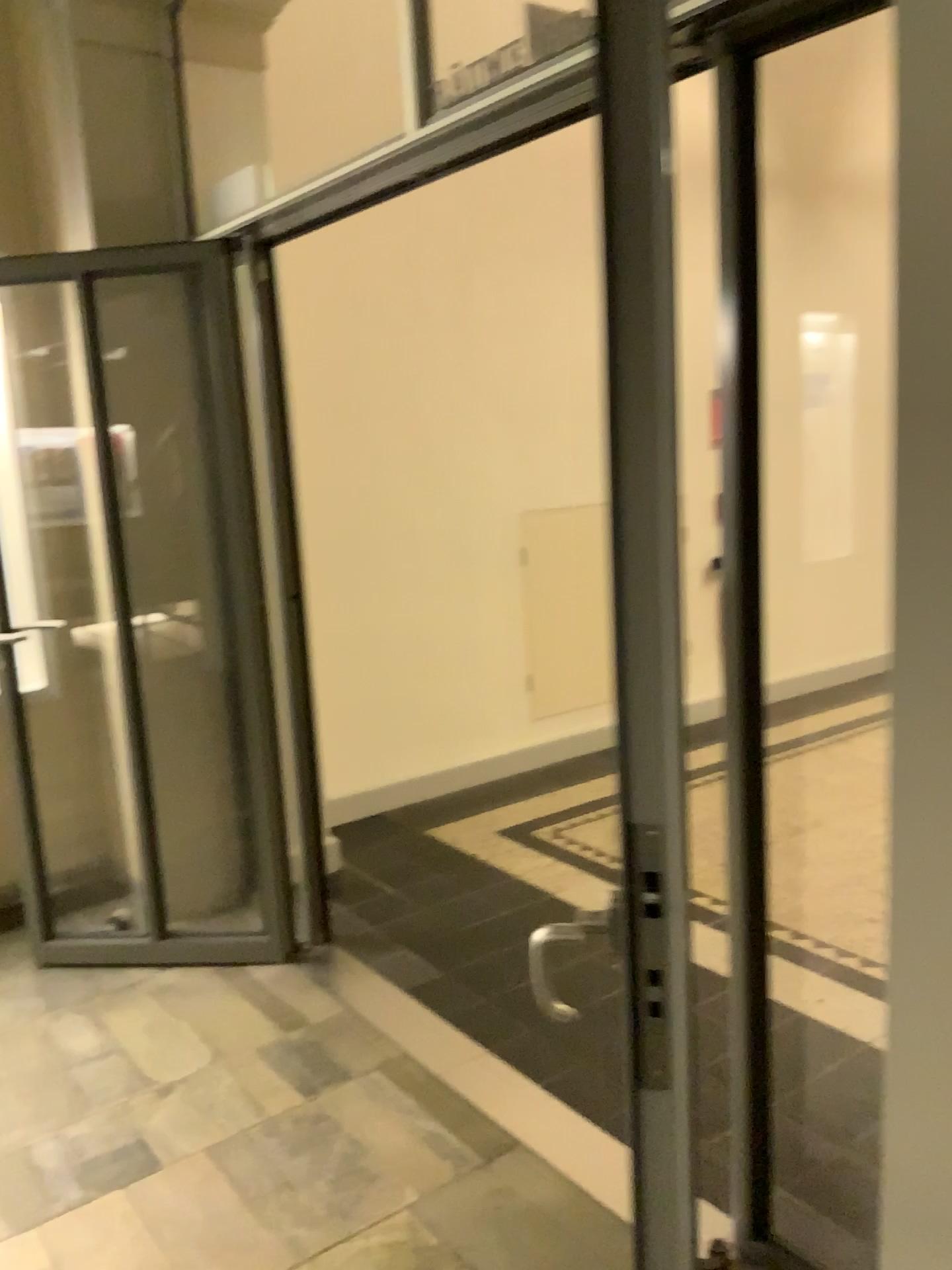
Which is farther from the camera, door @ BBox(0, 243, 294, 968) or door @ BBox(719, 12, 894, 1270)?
door @ BBox(0, 243, 294, 968)

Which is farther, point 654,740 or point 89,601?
point 89,601

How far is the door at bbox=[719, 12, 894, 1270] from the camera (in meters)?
1.59

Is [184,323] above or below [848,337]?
above

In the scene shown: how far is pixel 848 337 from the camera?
1.6 meters

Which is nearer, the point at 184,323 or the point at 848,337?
the point at 848,337
